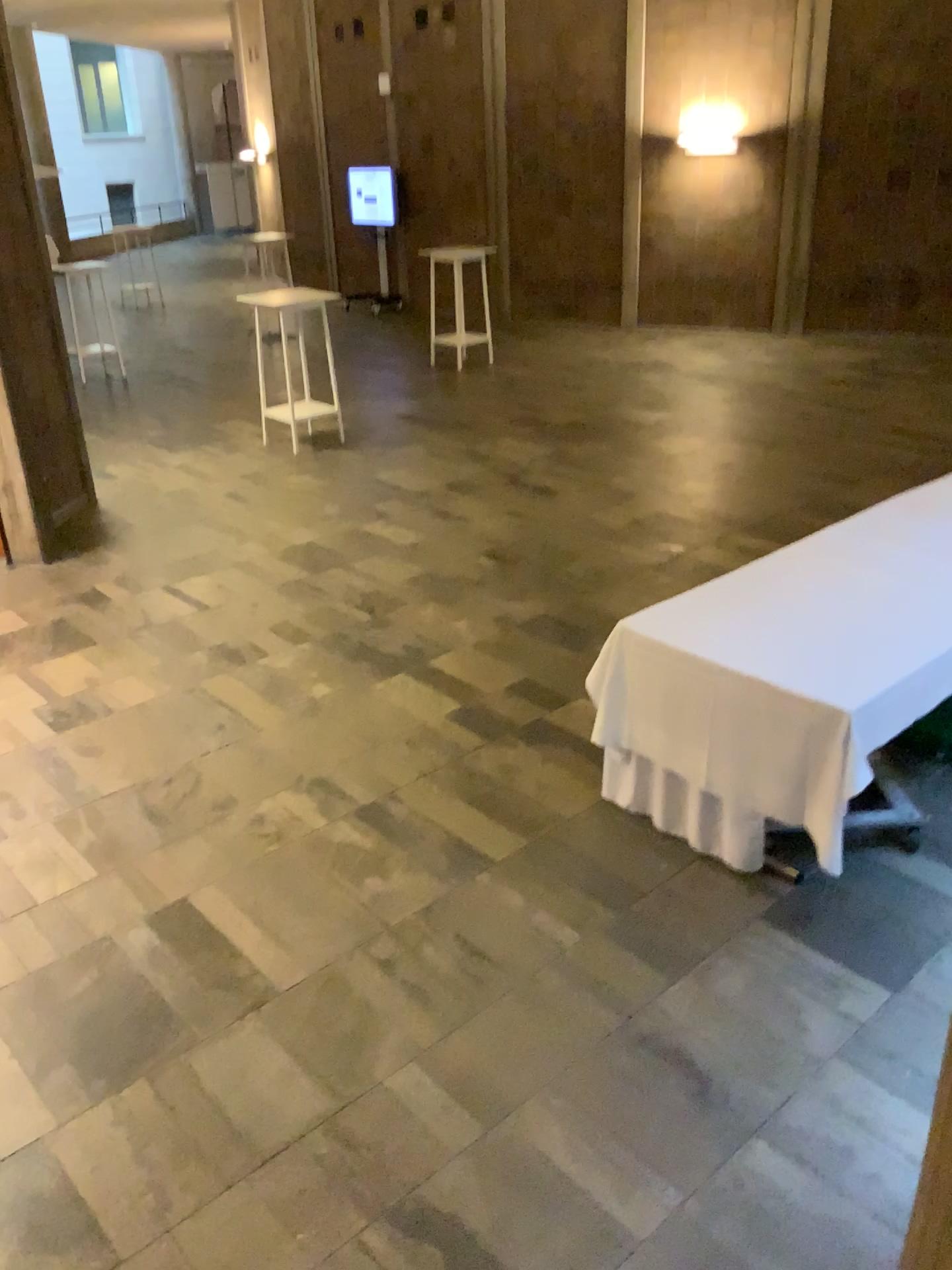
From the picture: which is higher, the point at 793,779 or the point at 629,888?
the point at 793,779
